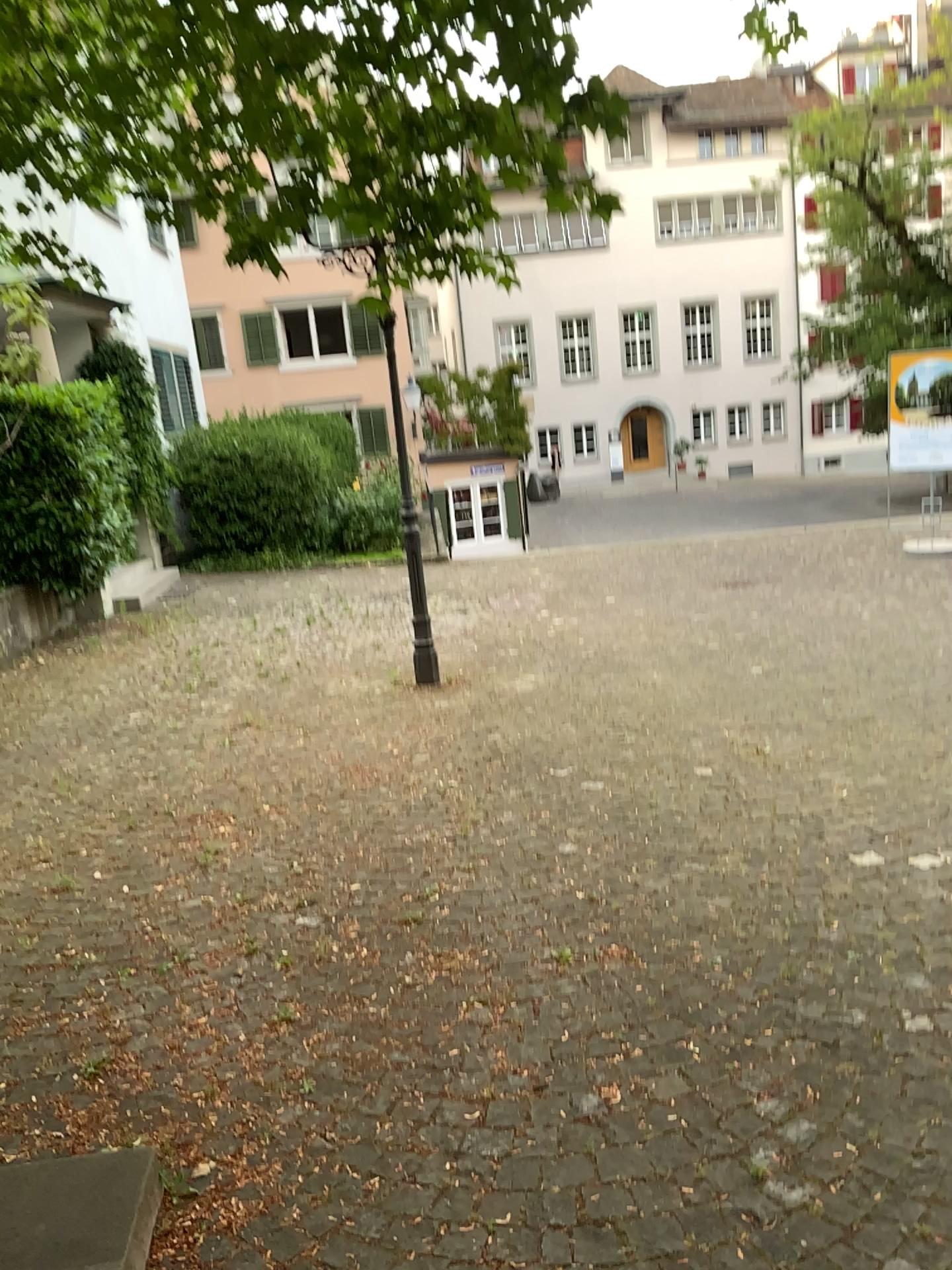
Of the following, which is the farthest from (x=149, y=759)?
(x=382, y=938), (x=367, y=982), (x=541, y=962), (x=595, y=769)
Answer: (x=541, y=962)
